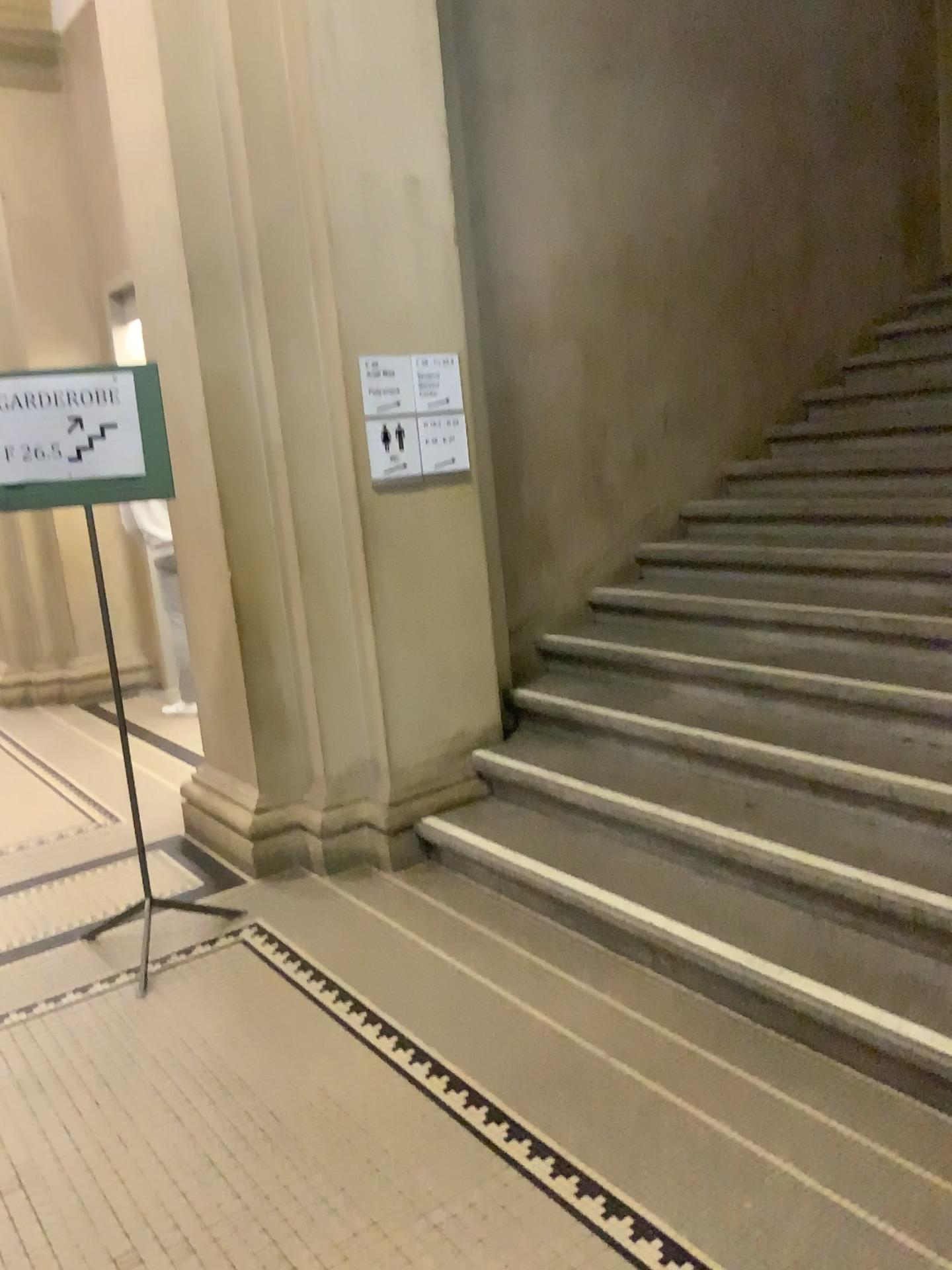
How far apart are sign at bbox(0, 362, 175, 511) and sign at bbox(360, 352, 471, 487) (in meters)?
0.82

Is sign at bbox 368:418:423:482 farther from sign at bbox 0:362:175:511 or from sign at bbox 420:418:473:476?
sign at bbox 0:362:175:511

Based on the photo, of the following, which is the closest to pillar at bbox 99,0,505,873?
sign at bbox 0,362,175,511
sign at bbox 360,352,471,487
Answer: sign at bbox 360,352,471,487

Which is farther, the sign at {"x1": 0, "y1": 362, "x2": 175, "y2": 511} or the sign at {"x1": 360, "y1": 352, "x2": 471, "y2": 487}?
the sign at {"x1": 360, "y1": 352, "x2": 471, "y2": 487}

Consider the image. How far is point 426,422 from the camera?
3.8m

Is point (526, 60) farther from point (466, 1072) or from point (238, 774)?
point (466, 1072)

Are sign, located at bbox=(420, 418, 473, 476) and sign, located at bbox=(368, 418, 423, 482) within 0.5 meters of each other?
yes

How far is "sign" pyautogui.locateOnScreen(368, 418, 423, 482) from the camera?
3.75m

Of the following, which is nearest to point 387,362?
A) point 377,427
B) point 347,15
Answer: point 377,427

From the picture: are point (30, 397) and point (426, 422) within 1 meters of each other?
no
